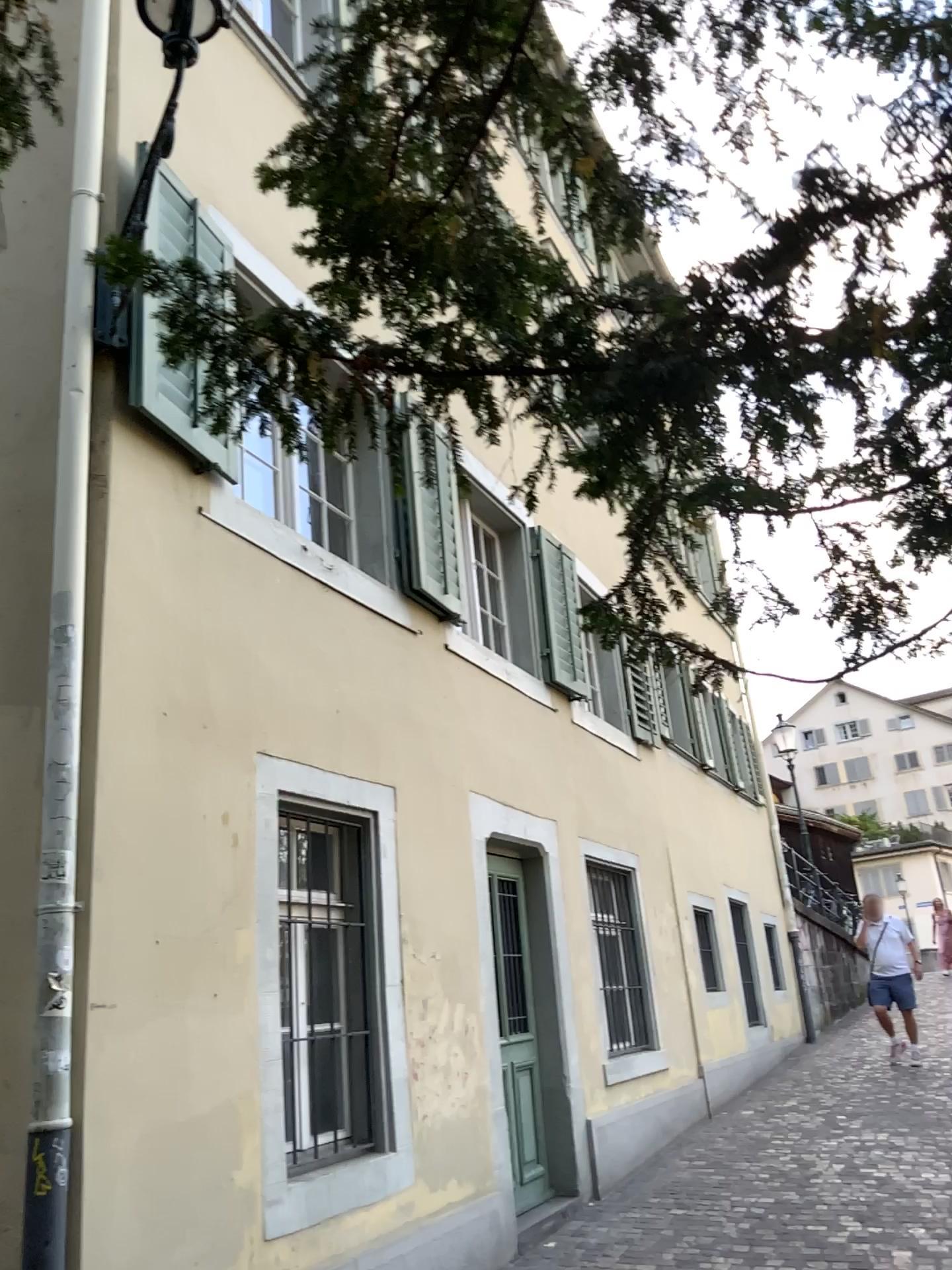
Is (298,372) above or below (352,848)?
above
